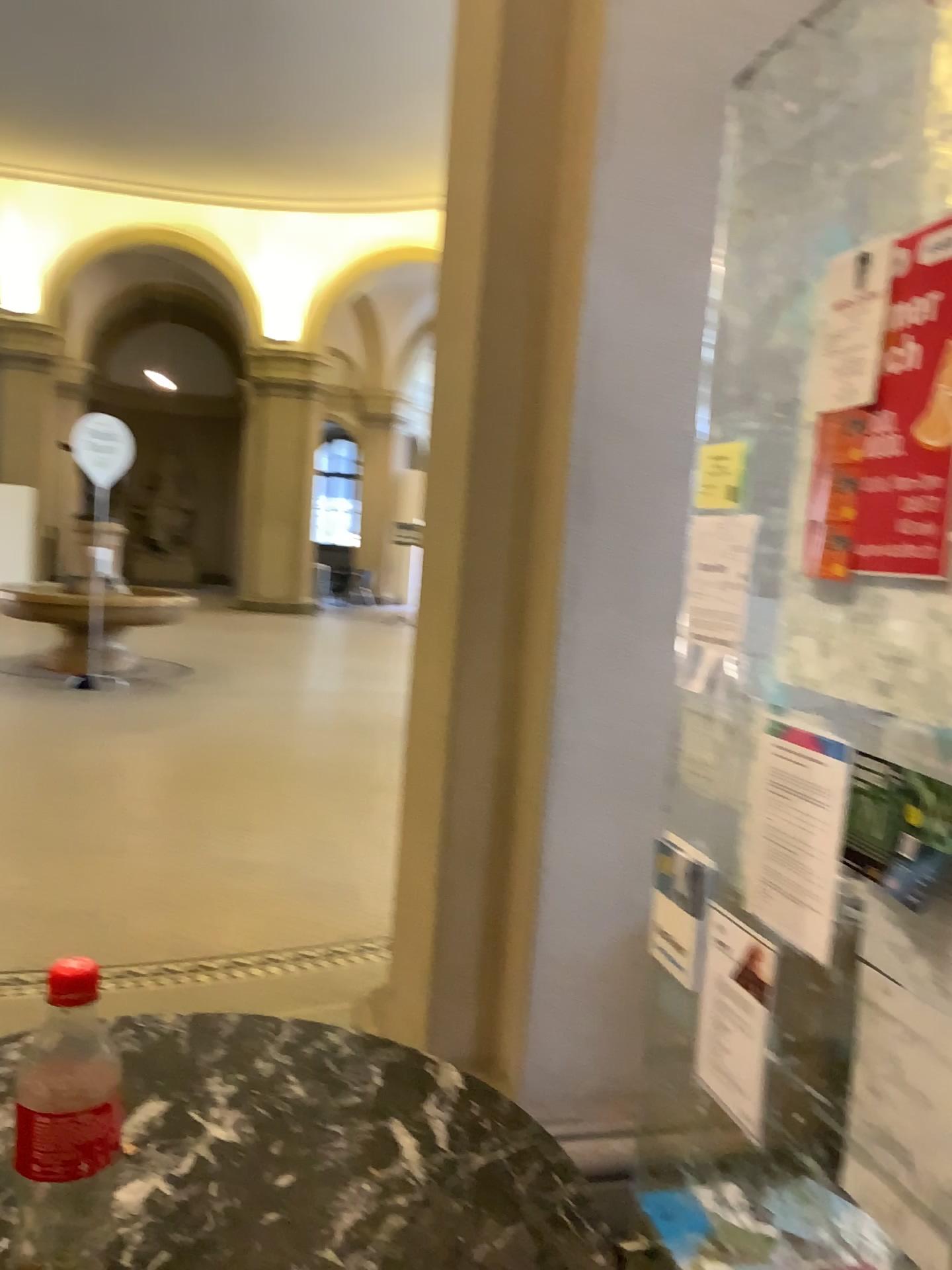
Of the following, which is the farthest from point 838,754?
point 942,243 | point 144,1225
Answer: point 144,1225

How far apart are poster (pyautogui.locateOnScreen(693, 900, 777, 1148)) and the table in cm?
57

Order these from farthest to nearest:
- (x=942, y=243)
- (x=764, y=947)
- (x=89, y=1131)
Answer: (x=764, y=947) < (x=942, y=243) < (x=89, y=1131)

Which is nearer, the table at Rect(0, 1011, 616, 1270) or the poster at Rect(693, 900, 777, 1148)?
the table at Rect(0, 1011, 616, 1270)

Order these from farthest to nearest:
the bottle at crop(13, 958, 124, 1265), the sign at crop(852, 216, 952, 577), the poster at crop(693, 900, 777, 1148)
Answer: the poster at crop(693, 900, 777, 1148) → the sign at crop(852, 216, 952, 577) → the bottle at crop(13, 958, 124, 1265)

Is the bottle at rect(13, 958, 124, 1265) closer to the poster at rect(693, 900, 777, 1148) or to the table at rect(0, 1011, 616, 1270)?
the table at rect(0, 1011, 616, 1270)

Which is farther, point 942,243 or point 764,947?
point 764,947

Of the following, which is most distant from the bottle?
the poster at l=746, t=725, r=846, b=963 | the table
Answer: the poster at l=746, t=725, r=846, b=963

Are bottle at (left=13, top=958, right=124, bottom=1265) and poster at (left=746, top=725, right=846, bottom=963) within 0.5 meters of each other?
no

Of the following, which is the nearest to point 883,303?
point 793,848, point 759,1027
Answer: point 793,848
